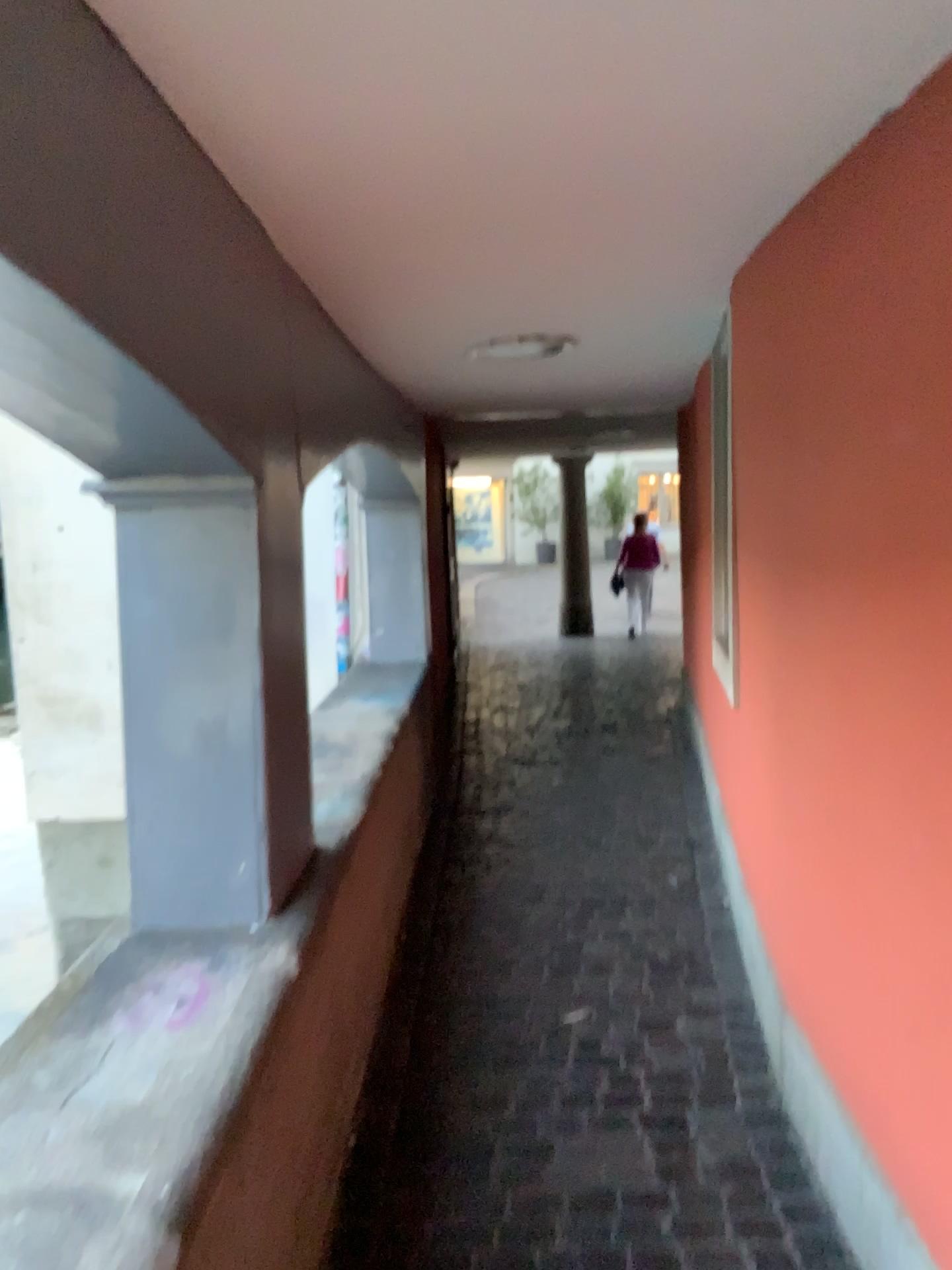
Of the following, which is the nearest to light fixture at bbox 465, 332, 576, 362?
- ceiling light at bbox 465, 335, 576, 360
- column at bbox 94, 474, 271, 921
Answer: ceiling light at bbox 465, 335, 576, 360

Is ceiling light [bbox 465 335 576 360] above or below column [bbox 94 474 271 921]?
above

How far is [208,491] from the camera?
2.0 meters

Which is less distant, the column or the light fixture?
the column

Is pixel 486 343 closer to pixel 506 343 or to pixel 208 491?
pixel 506 343

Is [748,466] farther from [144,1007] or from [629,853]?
[629,853]

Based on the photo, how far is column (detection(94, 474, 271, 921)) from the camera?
2.04m

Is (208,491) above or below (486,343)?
below

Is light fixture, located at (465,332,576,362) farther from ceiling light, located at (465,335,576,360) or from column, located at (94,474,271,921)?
column, located at (94,474,271,921)
